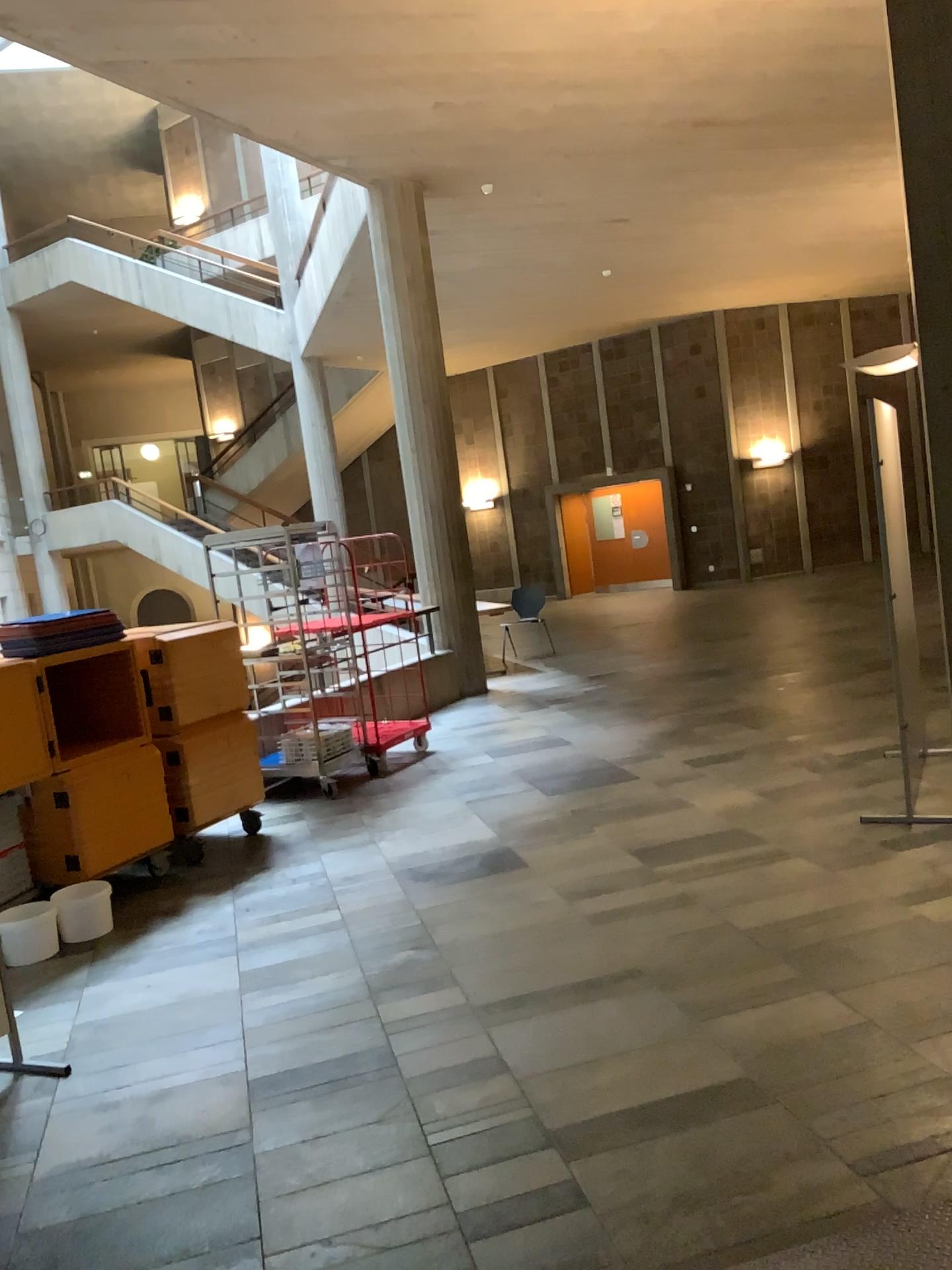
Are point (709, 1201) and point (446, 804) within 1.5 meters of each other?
no
